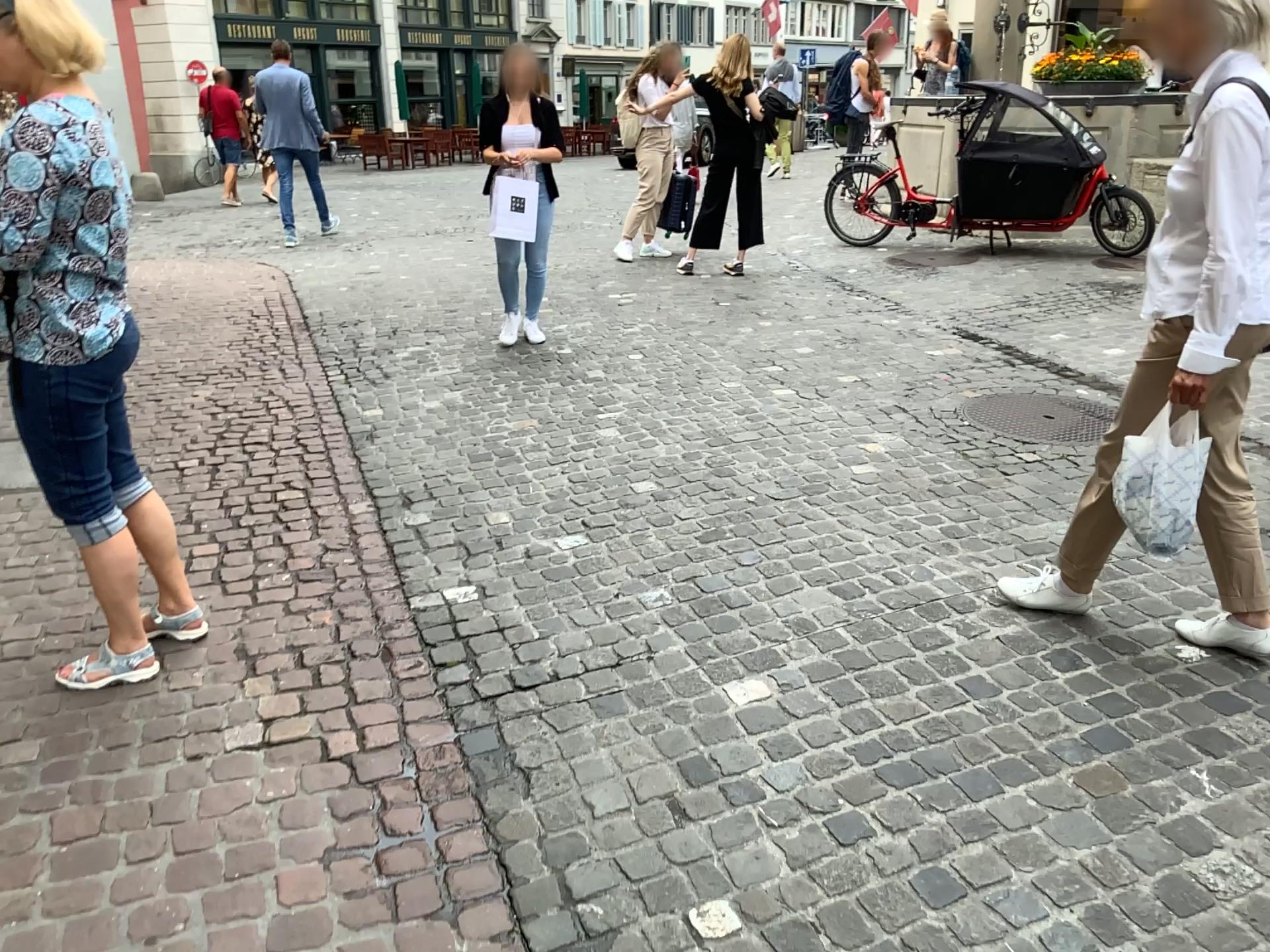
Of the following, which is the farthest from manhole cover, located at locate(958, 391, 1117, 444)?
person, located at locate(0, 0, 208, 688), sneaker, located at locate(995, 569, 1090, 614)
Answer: person, located at locate(0, 0, 208, 688)

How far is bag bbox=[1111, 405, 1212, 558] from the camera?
2.36m

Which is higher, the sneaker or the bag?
the bag

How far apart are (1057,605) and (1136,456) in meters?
0.6 m

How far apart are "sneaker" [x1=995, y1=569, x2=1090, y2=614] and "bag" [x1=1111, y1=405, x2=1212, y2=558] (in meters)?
0.47

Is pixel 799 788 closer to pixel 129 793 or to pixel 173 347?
pixel 129 793

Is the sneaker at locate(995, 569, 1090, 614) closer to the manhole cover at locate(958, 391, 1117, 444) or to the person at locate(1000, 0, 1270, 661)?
the person at locate(1000, 0, 1270, 661)

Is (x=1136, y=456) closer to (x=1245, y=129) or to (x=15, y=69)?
(x=1245, y=129)

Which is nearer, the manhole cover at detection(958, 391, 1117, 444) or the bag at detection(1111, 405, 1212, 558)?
the bag at detection(1111, 405, 1212, 558)

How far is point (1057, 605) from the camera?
2.9 meters
